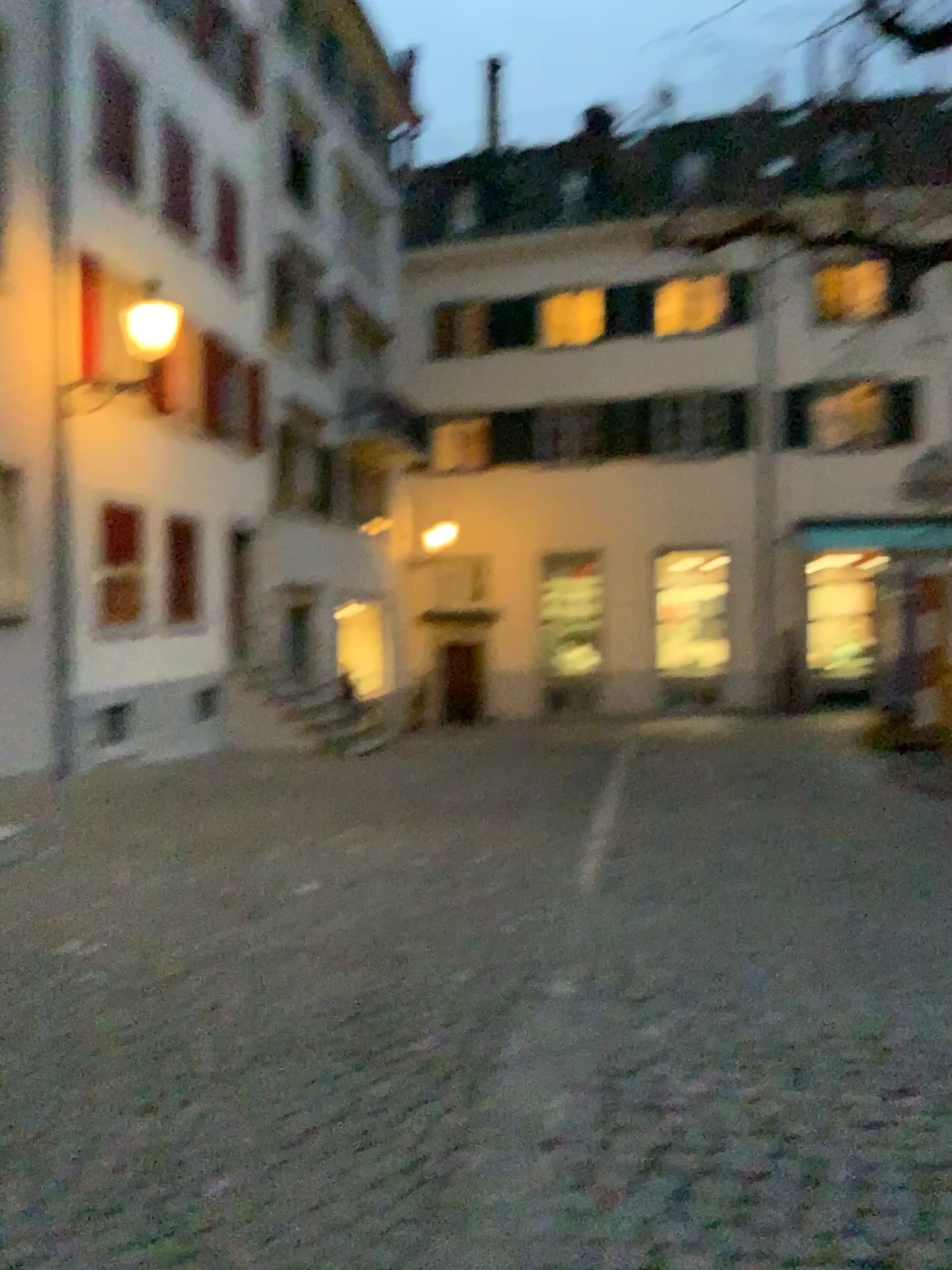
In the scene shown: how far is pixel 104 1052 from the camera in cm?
354
